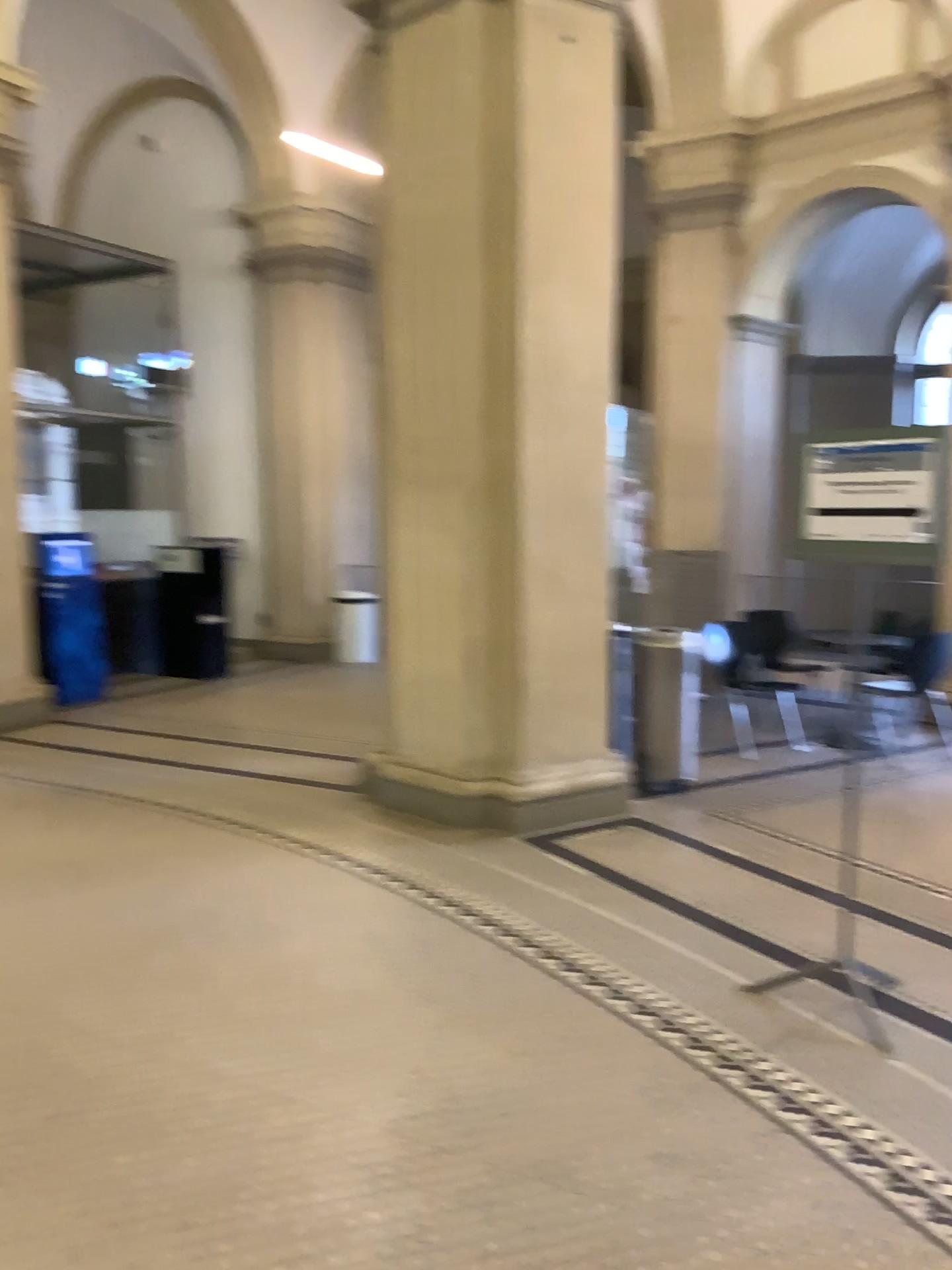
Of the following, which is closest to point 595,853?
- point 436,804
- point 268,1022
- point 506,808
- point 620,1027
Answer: point 506,808
